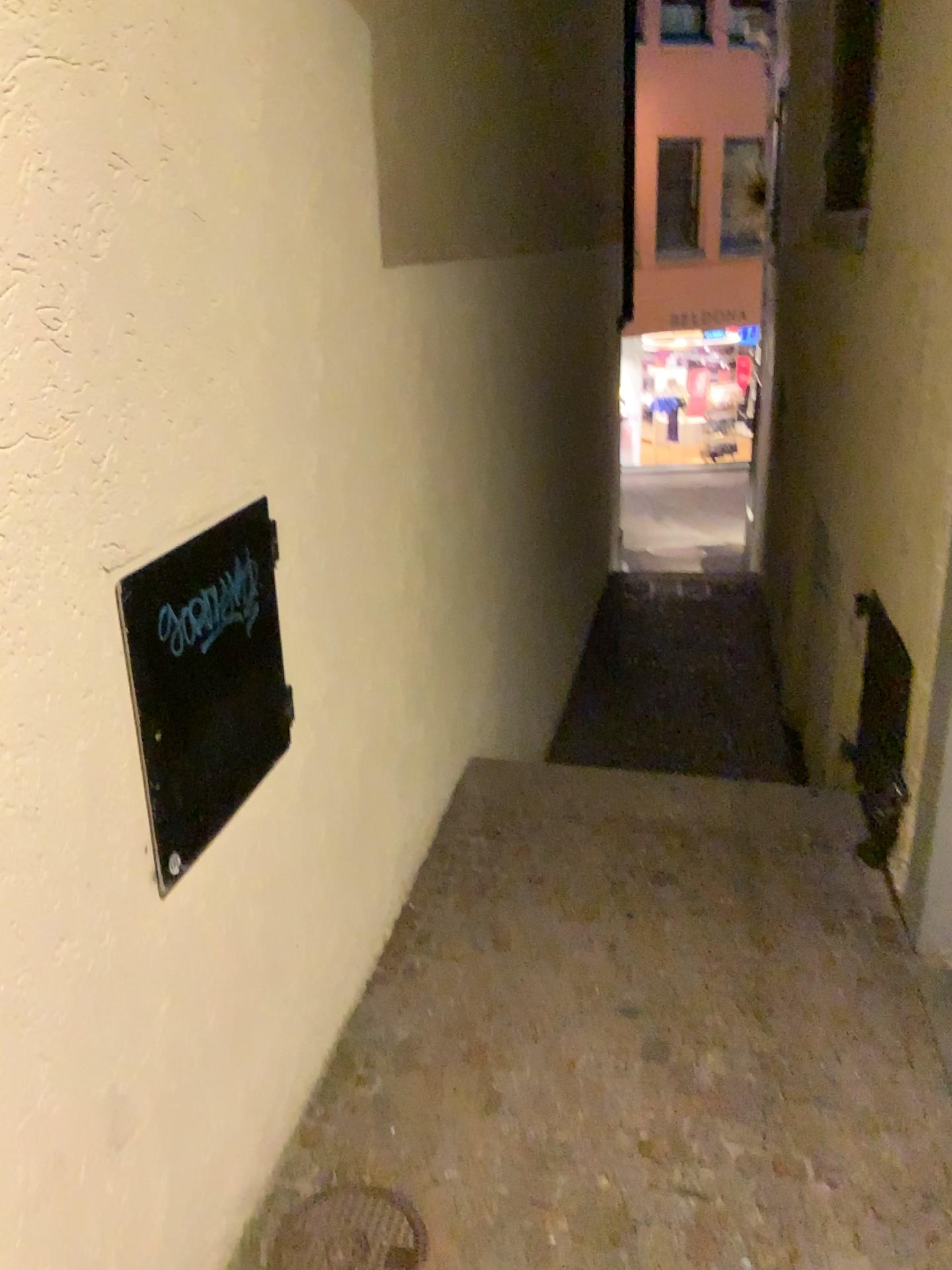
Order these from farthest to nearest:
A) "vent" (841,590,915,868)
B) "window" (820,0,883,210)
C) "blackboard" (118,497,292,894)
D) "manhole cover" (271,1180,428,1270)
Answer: "window" (820,0,883,210)
"vent" (841,590,915,868)
"manhole cover" (271,1180,428,1270)
"blackboard" (118,497,292,894)

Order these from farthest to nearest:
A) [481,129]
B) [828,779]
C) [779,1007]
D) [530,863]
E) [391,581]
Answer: [481,129] < [828,779] < [530,863] < [391,581] < [779,1007]

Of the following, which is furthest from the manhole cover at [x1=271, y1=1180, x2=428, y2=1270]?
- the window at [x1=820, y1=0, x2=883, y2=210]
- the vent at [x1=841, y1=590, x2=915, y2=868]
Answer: the window at [x1=820, y1=0, x2=883, y2=210]

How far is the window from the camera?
4.4m

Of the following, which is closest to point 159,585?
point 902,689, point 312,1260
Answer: point 312,1260

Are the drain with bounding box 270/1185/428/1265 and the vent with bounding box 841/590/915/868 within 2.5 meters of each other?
yes

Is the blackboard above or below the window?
below

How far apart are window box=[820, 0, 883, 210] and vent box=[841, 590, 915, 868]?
2.1m

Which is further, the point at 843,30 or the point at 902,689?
the point at 843,30

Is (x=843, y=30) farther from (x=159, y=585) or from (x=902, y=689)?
(x=159, y=585)
